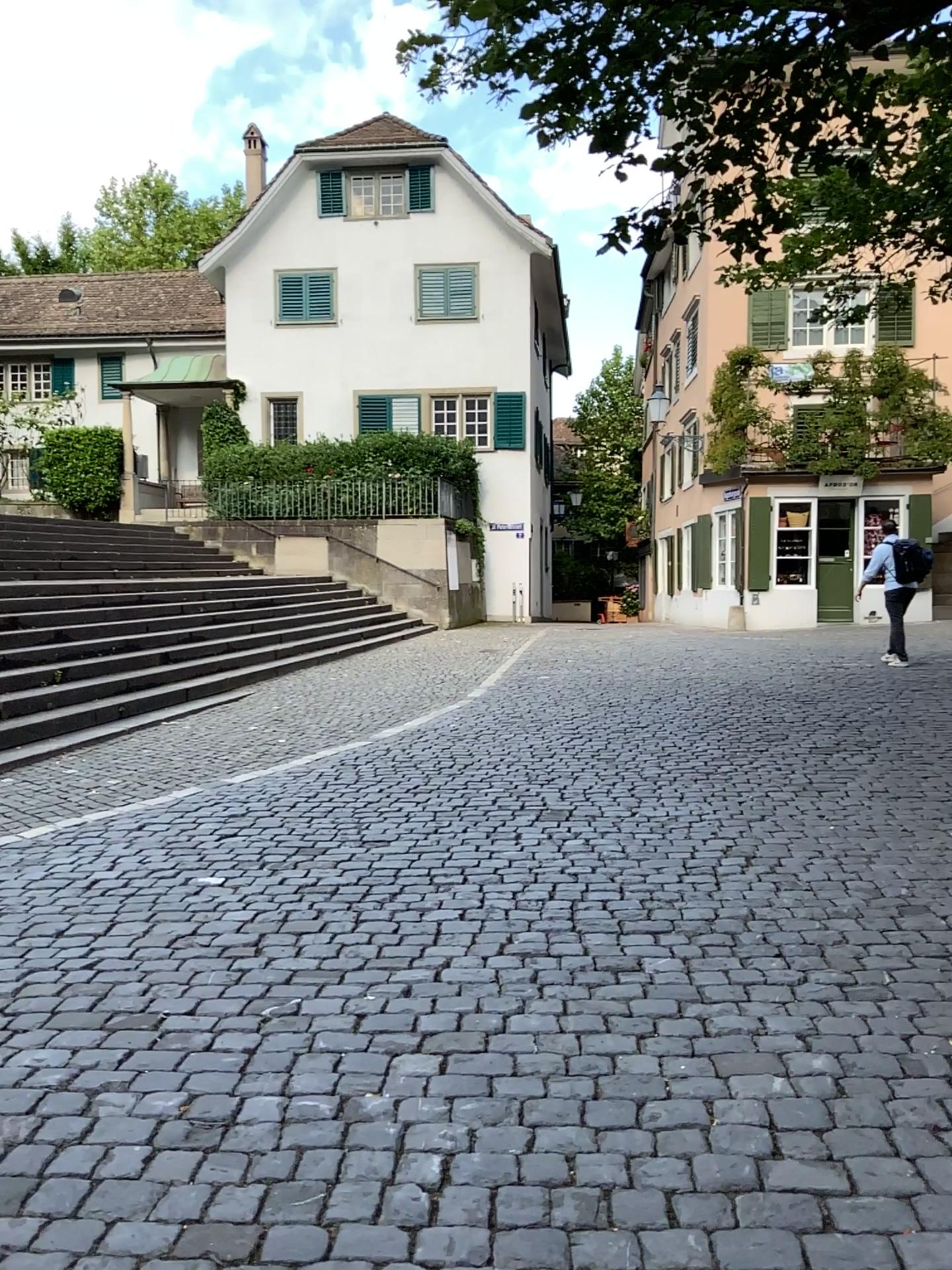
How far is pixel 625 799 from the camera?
5.8m
